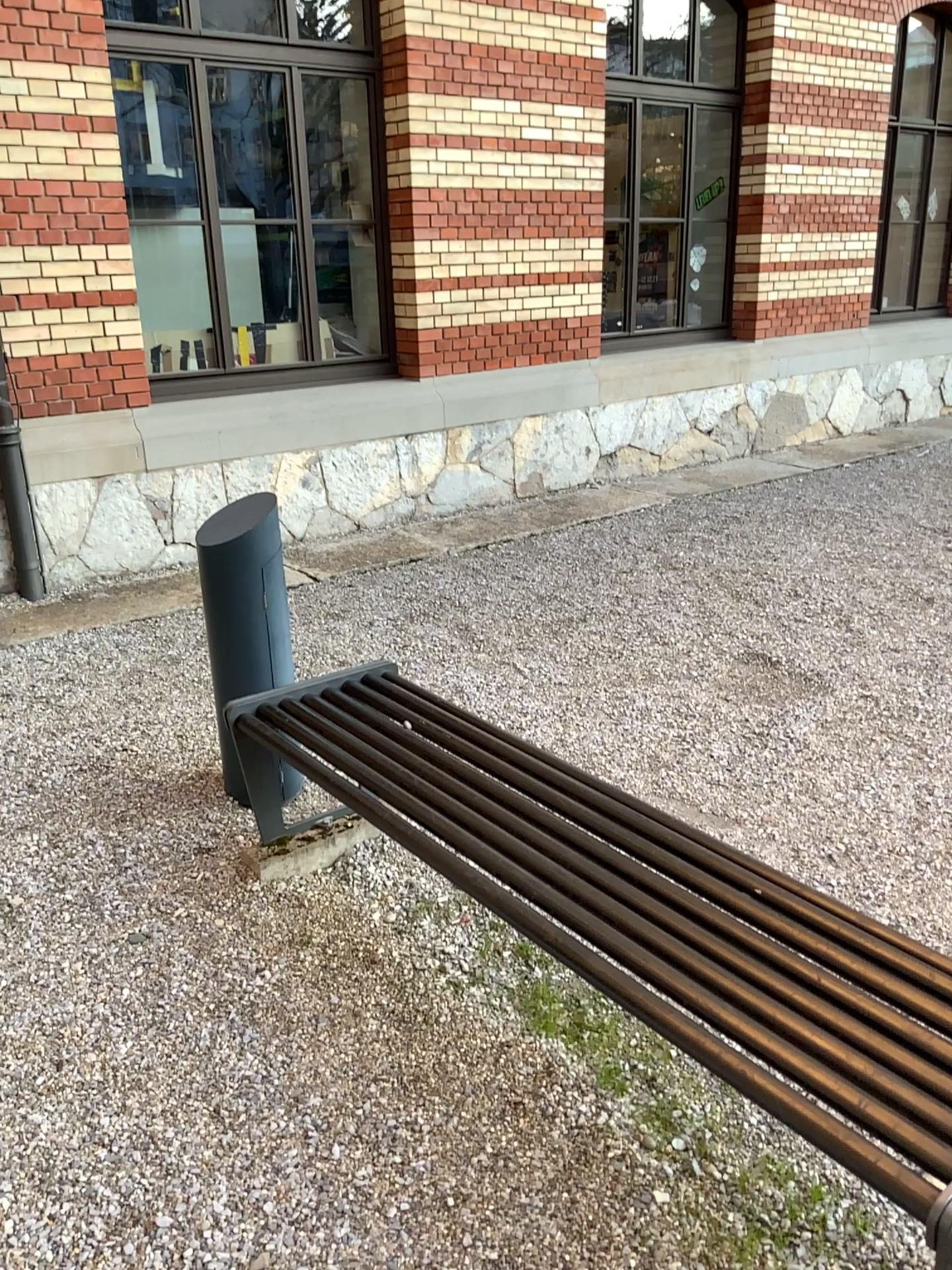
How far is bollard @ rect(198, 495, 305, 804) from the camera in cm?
305

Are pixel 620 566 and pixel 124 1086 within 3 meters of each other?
no

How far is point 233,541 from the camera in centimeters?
305cm
